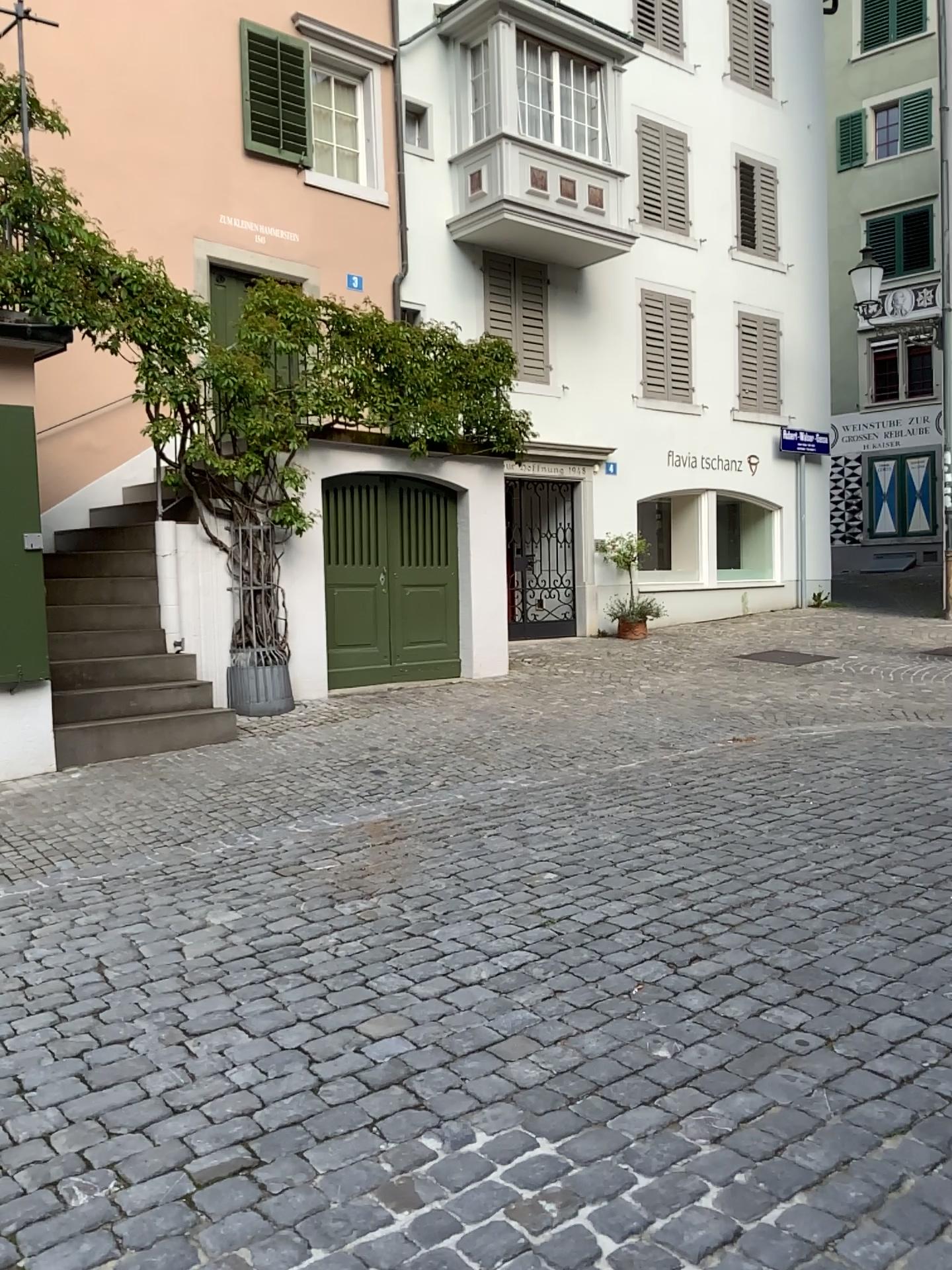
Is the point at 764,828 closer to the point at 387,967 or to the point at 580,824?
the point at 580,824
